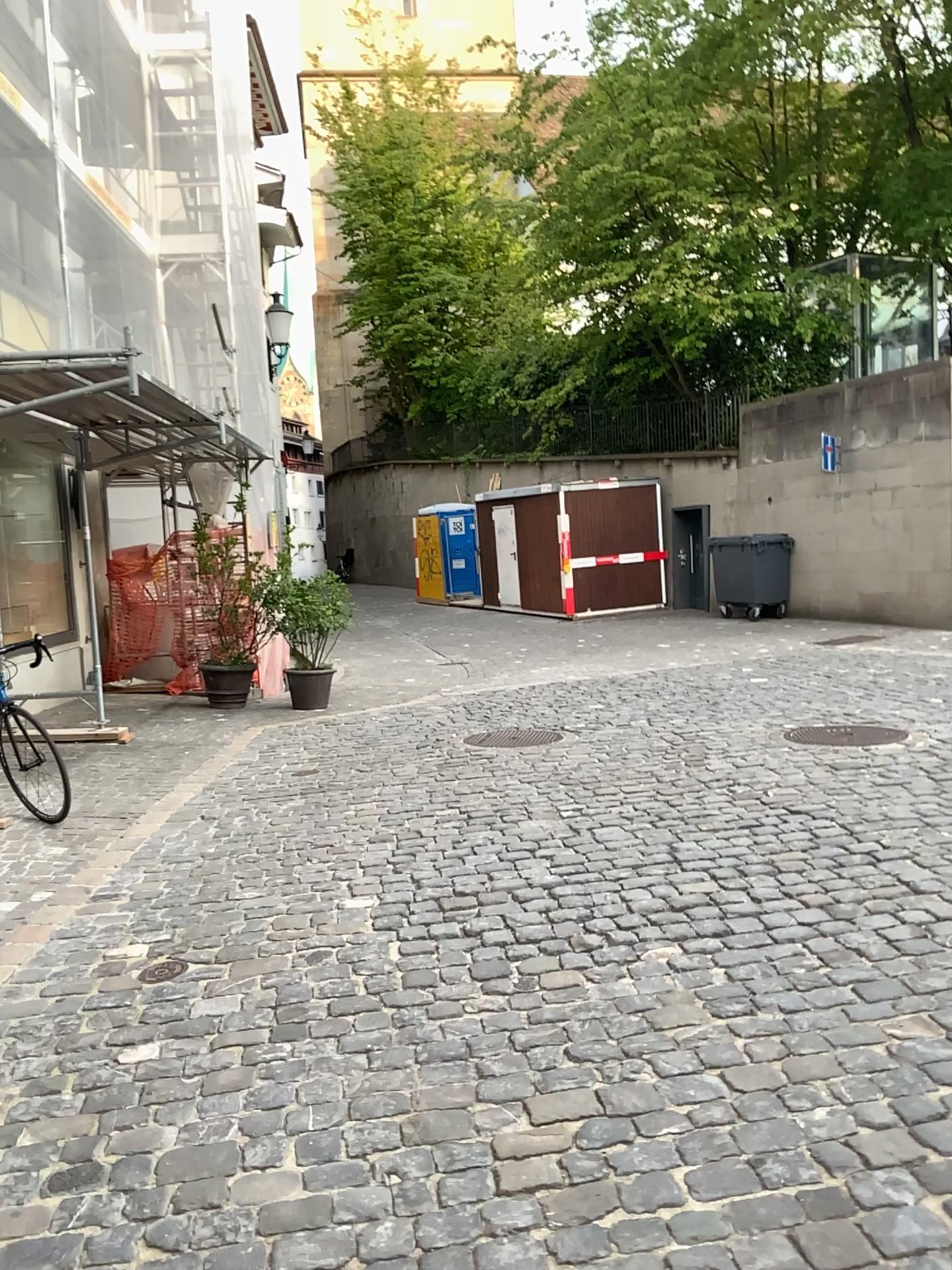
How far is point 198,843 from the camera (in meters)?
5.11
